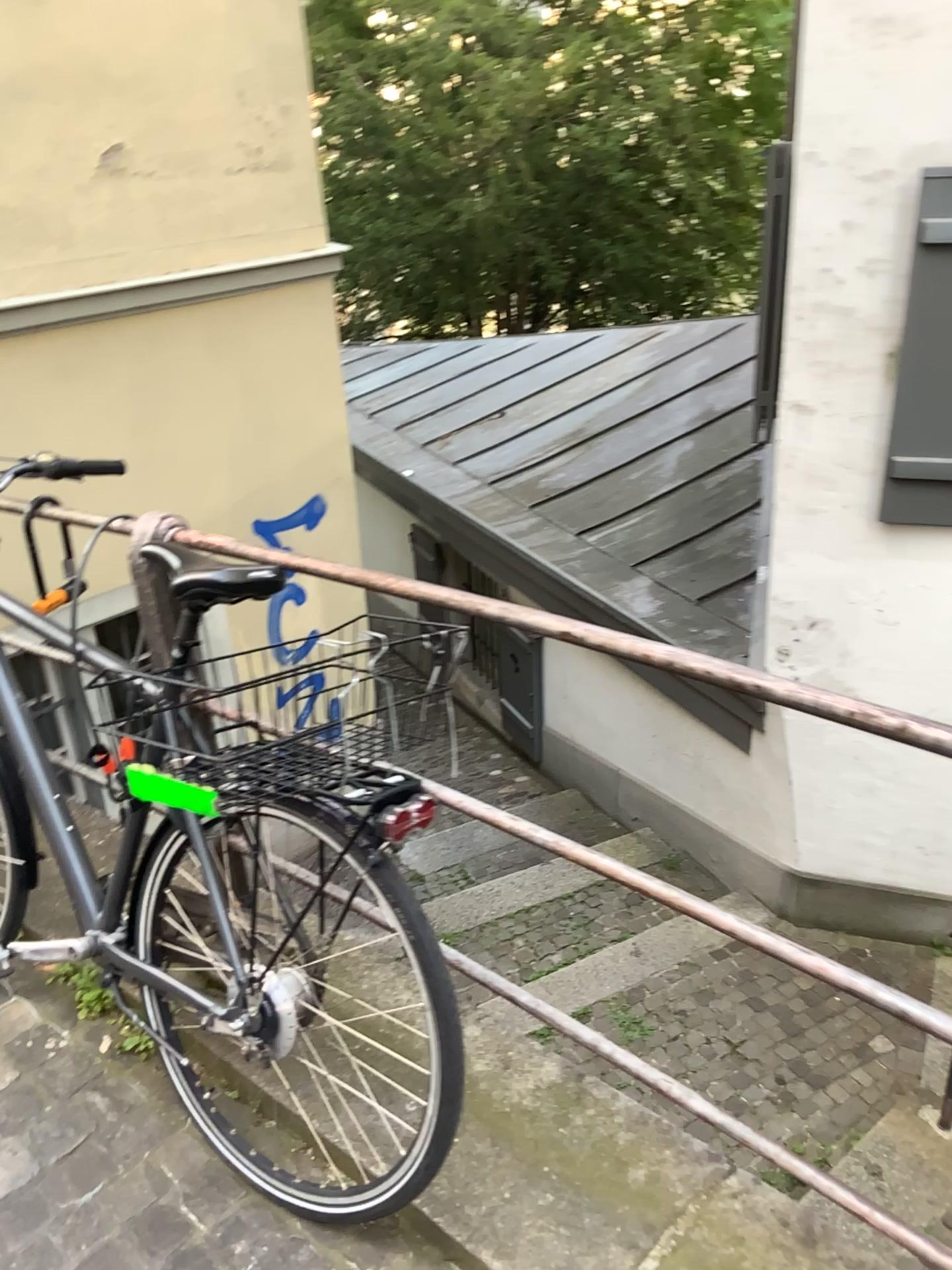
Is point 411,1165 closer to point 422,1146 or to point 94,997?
point 422,1146

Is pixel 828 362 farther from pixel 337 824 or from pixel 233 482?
pixel 337 824

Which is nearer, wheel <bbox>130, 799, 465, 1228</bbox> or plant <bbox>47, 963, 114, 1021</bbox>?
wheel <bbox>130, 799, 465, 1228</bbox>

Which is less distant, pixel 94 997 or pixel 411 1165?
pixel 411 1165

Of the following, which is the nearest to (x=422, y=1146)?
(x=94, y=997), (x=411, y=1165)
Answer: (x=411, y=1165)

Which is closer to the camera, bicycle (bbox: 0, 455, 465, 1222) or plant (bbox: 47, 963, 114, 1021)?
bicycle (bbox: 0, 455, 465, 1222)
